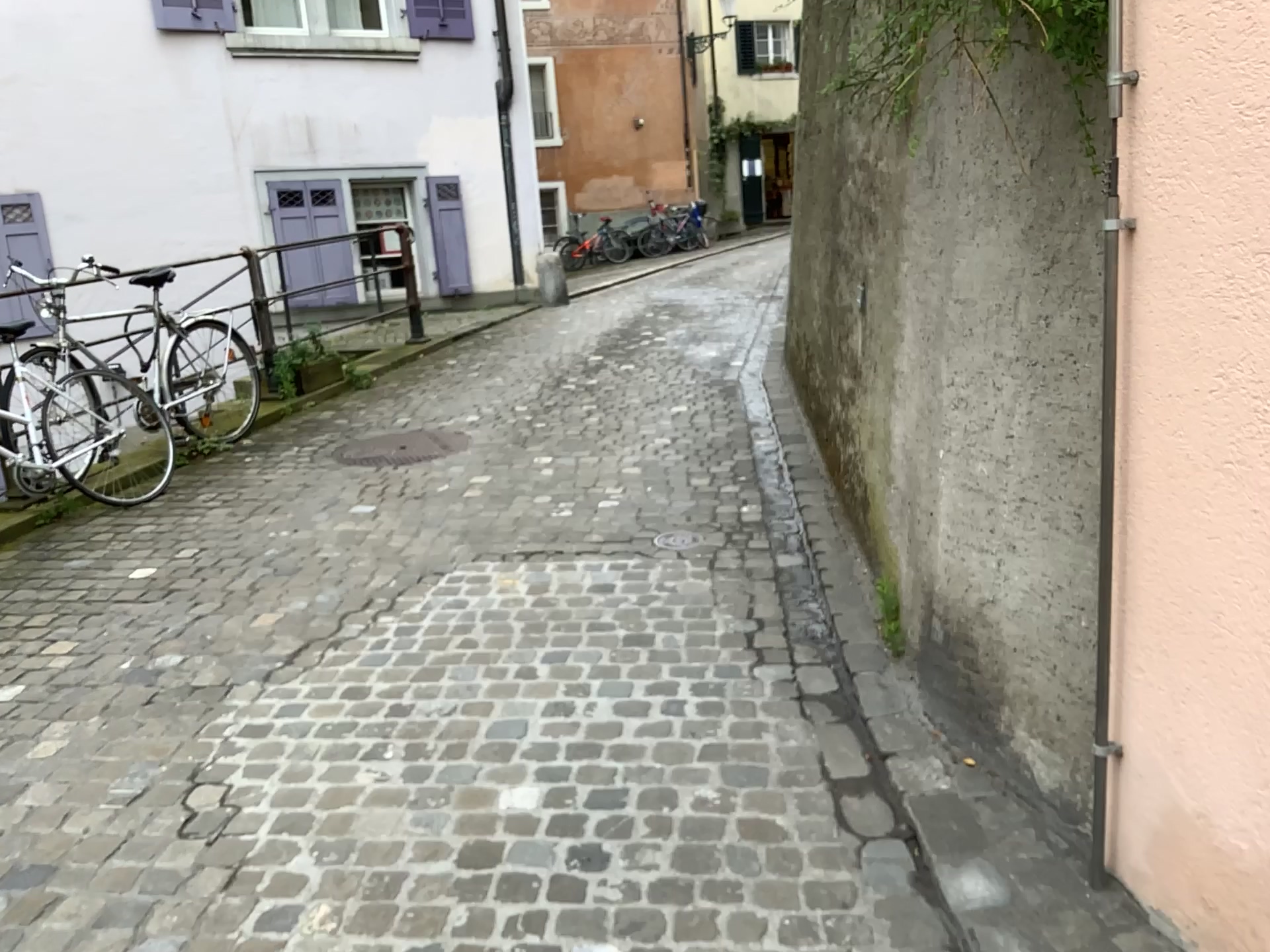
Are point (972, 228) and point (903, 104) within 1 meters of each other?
yes
